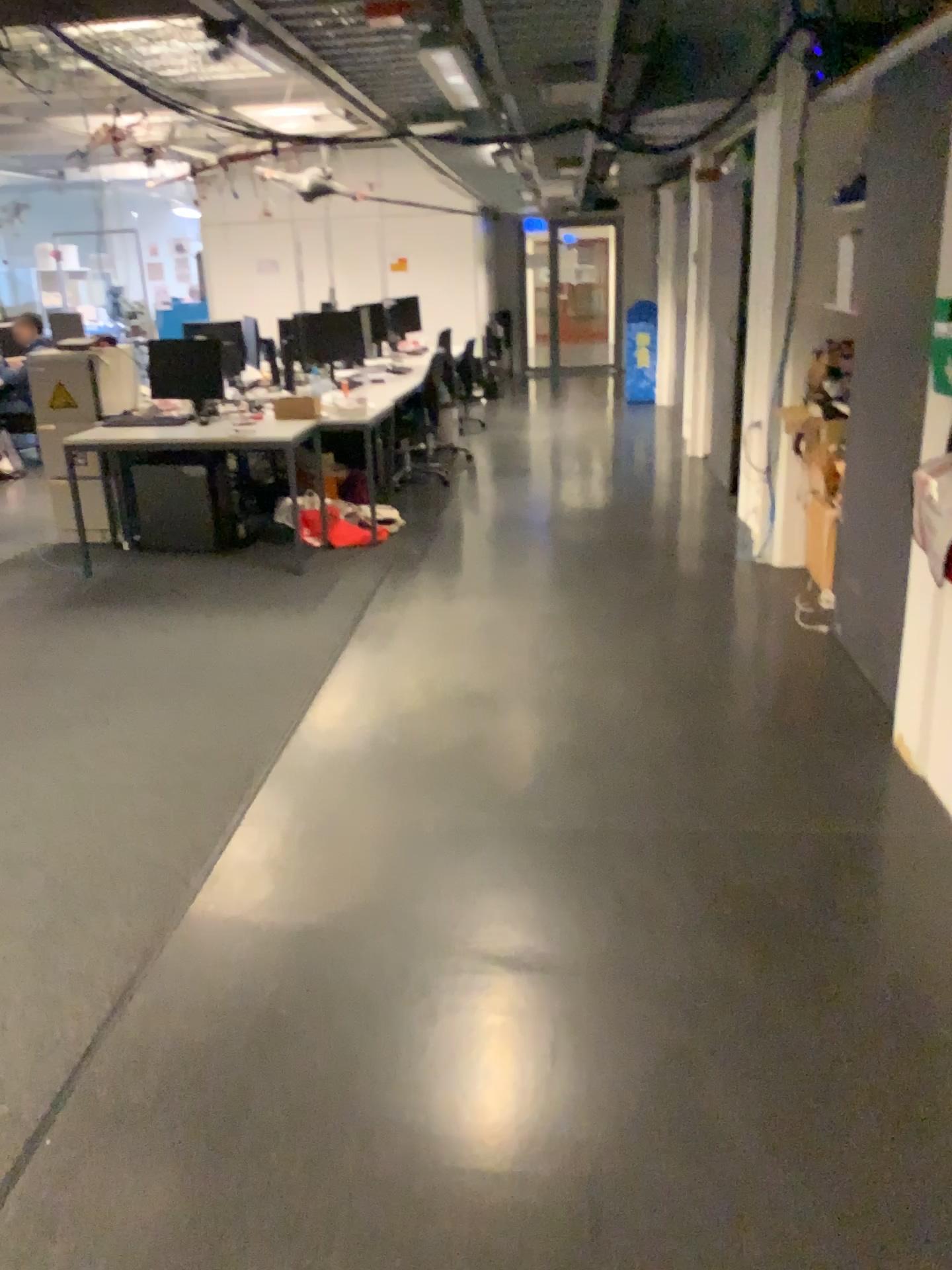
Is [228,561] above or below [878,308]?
below
